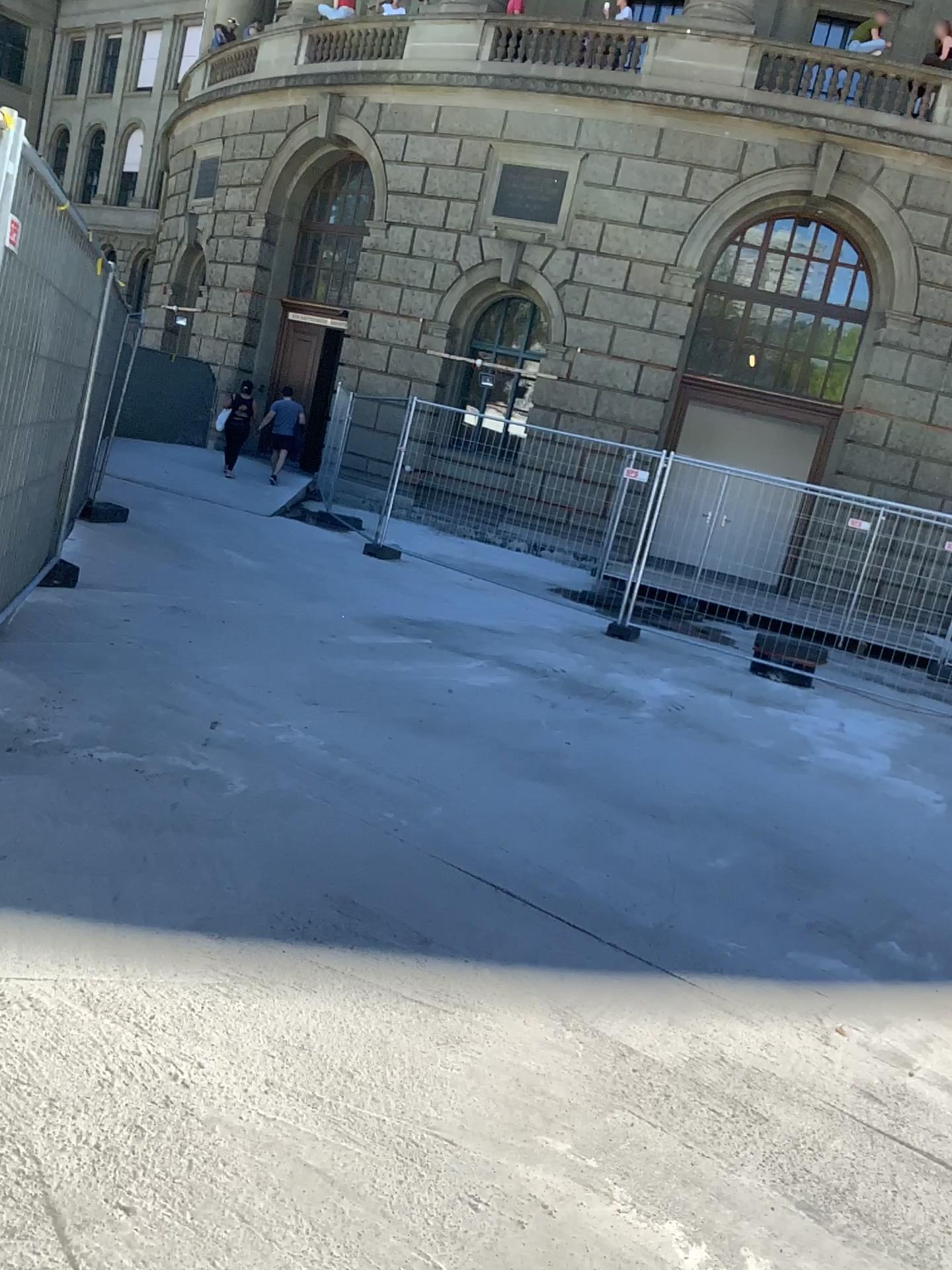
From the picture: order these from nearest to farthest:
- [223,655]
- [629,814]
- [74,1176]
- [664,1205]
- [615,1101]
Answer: [74,1176] → [664,1205] → [615,1101] → [629,814] → [223,655]
